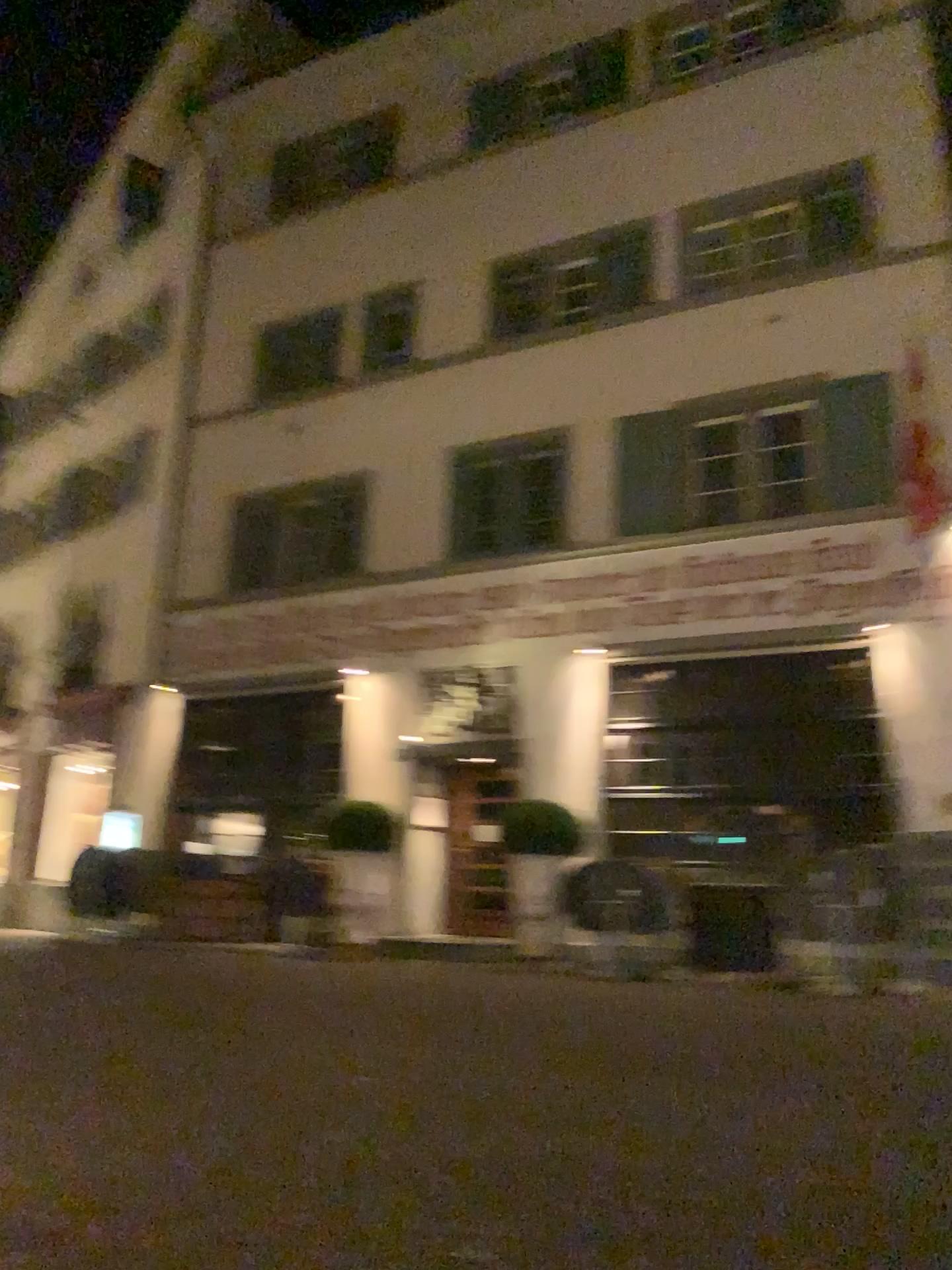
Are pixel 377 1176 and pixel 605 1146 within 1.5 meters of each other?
yes
